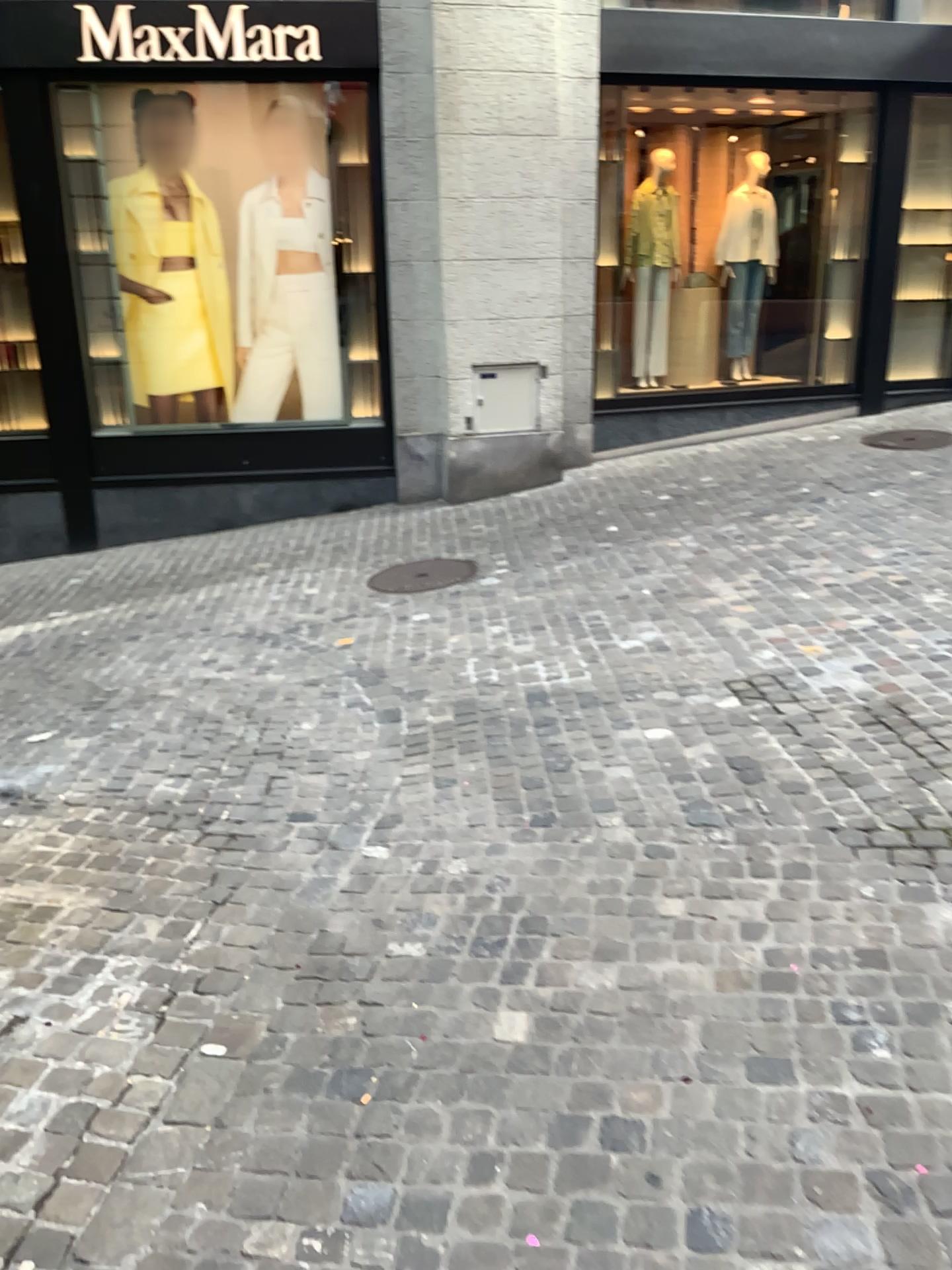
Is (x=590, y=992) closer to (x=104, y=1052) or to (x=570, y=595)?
(x=104, y=1052)
